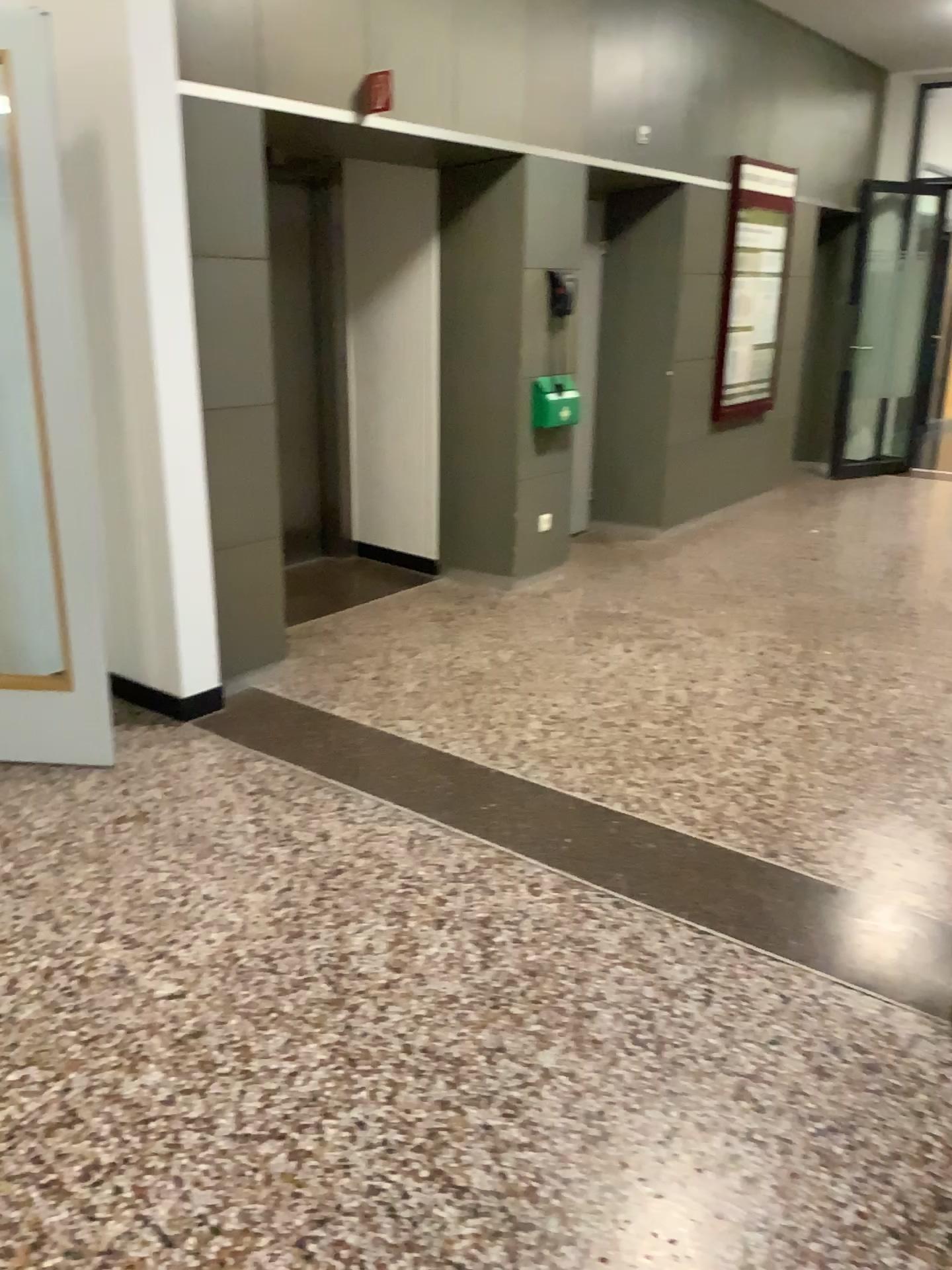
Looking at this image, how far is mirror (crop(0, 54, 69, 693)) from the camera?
3.5 meters

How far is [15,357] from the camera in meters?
3.5

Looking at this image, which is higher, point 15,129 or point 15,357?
point 15,129

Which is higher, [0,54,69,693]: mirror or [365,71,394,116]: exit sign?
[365,71,394,116]: exit sign

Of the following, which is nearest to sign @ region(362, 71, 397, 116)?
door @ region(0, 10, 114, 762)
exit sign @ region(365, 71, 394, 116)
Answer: exit sign @ region(365, 71, 394, 116)

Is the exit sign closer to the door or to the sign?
the sign

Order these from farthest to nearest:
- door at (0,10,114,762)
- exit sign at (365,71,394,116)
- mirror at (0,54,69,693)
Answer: exit sign at (365,71,394,116) → mirror at (0,54,69,693) → door at (0,10,114,762)

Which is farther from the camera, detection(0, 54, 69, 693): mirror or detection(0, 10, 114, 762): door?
detection(0, 54, 69, 693): mirror

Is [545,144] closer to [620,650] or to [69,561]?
[620,650]

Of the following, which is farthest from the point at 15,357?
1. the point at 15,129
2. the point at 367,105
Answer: the point at 367,105
